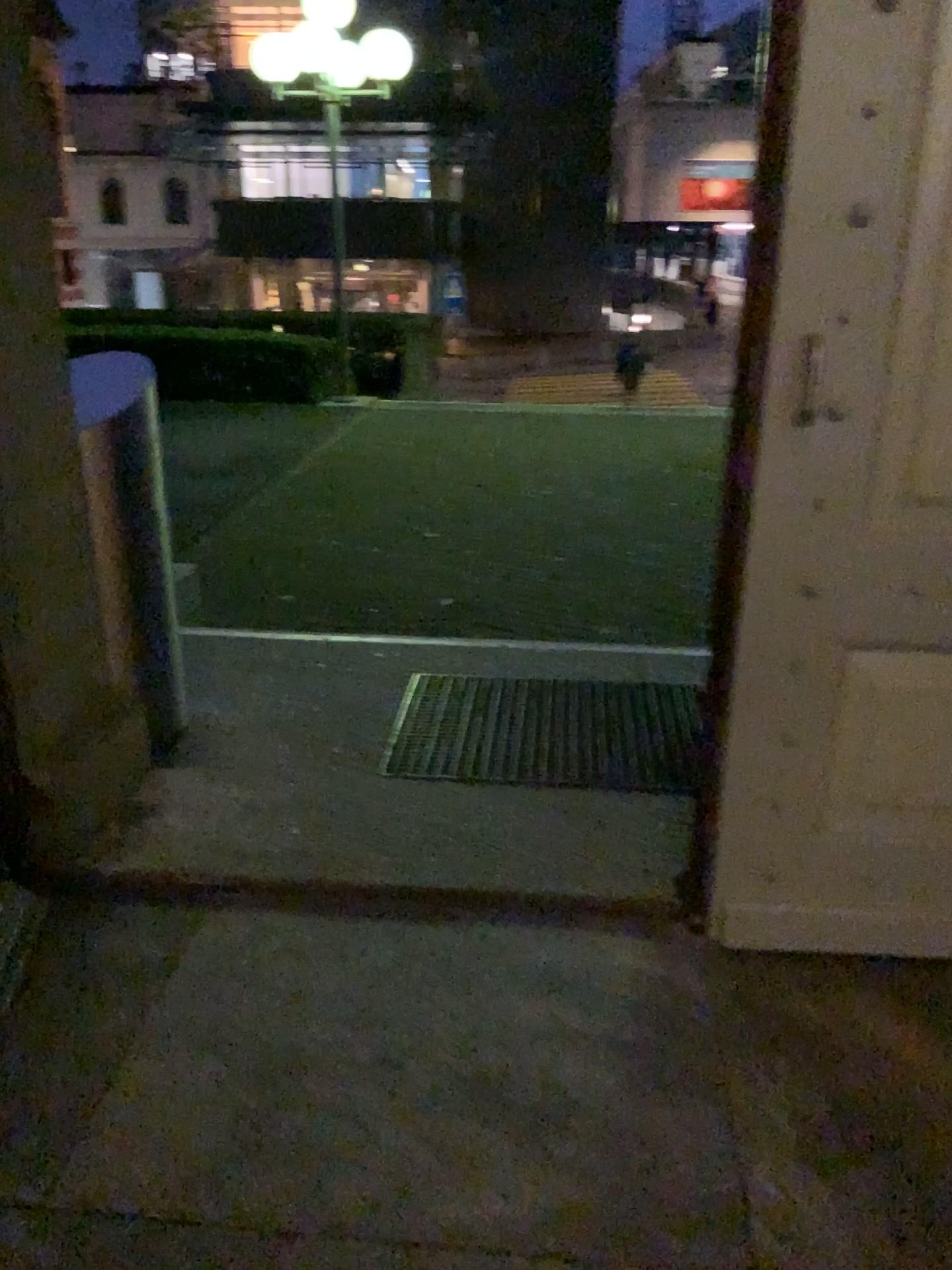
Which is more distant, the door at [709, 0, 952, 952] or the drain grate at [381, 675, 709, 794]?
the drain grate at [381, 675, 709, 794]

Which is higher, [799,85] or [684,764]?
[799,85]

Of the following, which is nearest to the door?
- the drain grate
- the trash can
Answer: the drain grate

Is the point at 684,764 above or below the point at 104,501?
below

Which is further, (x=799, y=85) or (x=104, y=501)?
(x=104, y=501)

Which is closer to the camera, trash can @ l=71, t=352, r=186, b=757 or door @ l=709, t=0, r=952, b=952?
door @ l=709, t=0, r=952, b=952

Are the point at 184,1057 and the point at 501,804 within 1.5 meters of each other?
yes

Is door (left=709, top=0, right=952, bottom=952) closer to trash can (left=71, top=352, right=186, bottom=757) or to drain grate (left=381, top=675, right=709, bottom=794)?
drain grate (left=381, top=675, right=709, bottom=794)
